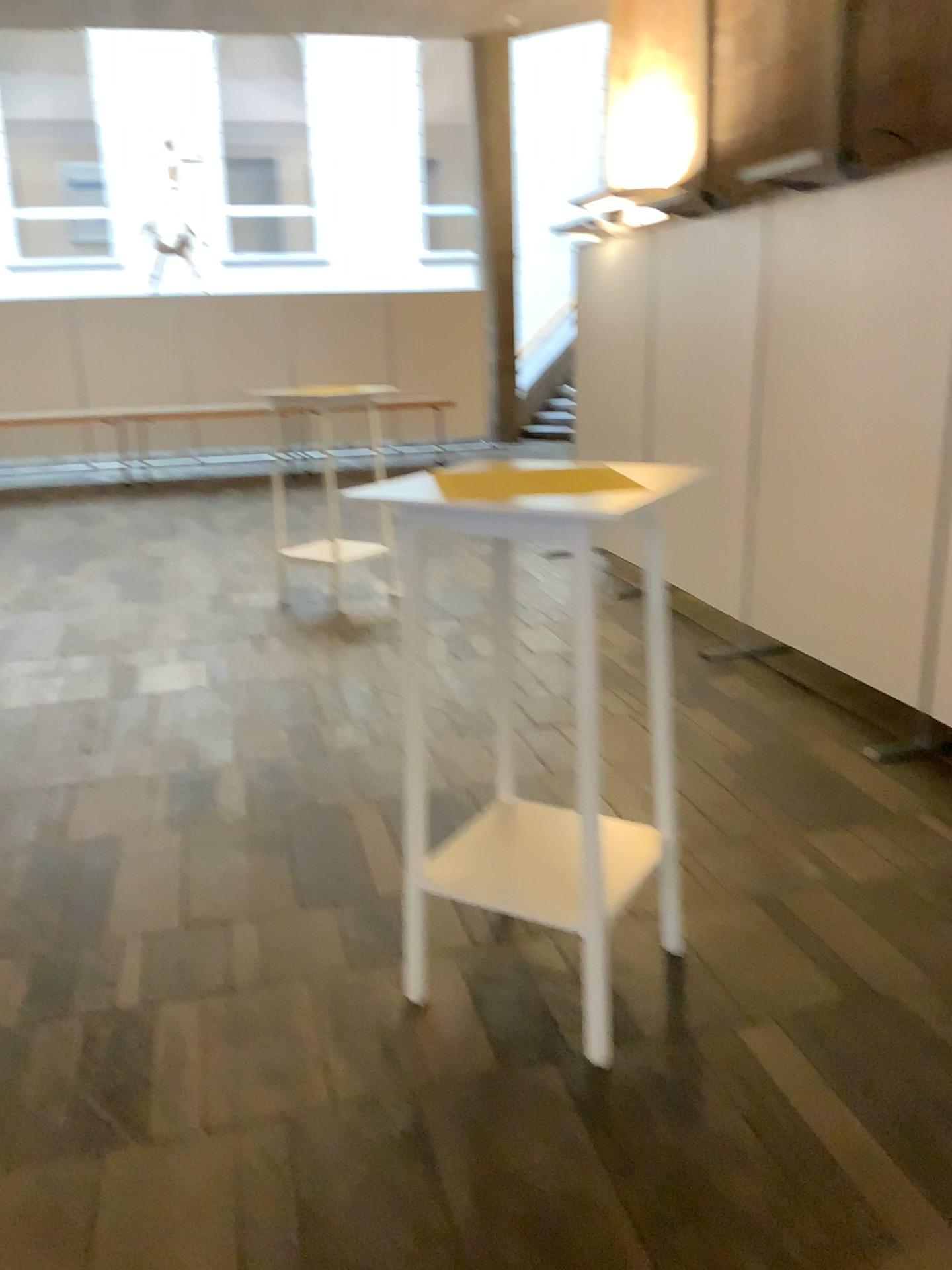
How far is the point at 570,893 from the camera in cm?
231

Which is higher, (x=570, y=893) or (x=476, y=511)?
(x=476, y=511)

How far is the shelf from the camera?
2.31m

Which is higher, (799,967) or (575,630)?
(575,630)
